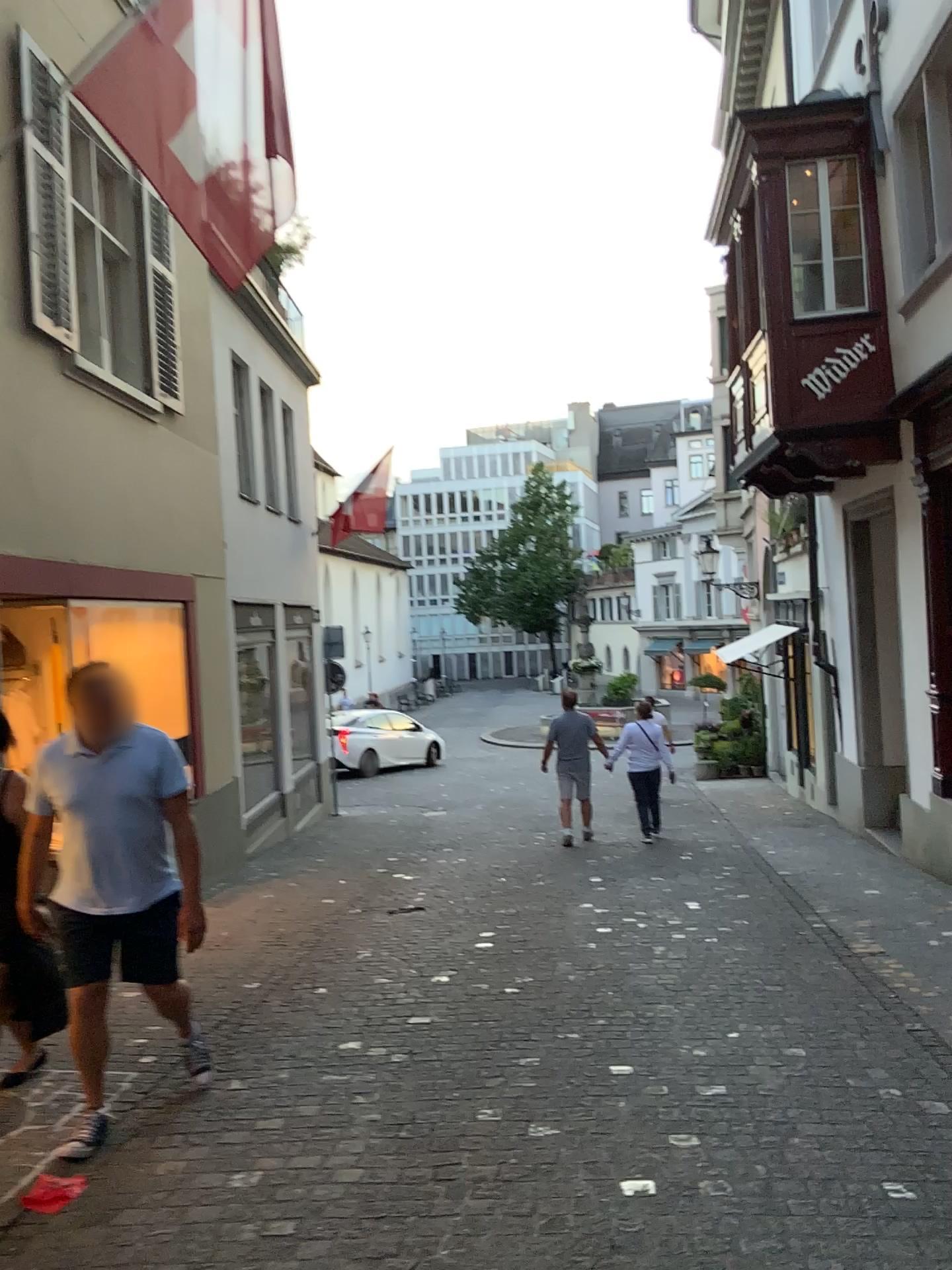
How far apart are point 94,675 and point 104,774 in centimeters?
35cm

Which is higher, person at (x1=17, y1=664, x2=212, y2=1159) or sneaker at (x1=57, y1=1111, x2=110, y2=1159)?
person at (x1=17, y1=664, x2=212, y2=1159)

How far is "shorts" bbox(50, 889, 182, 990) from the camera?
3.7 meters

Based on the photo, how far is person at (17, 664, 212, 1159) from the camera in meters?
3.7 m

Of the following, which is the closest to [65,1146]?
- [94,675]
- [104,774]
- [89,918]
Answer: [89,918]

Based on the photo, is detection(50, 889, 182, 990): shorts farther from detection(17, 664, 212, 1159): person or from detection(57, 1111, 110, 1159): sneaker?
detection(57, 1111, 110, 1159): sneaker

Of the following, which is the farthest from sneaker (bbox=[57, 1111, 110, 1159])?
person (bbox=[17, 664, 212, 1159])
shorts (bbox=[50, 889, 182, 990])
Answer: shorts (bbox=[50, 889, 182, 990])

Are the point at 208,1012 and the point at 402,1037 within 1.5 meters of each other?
yes

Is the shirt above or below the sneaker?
above

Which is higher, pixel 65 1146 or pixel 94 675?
pixel 94 675
